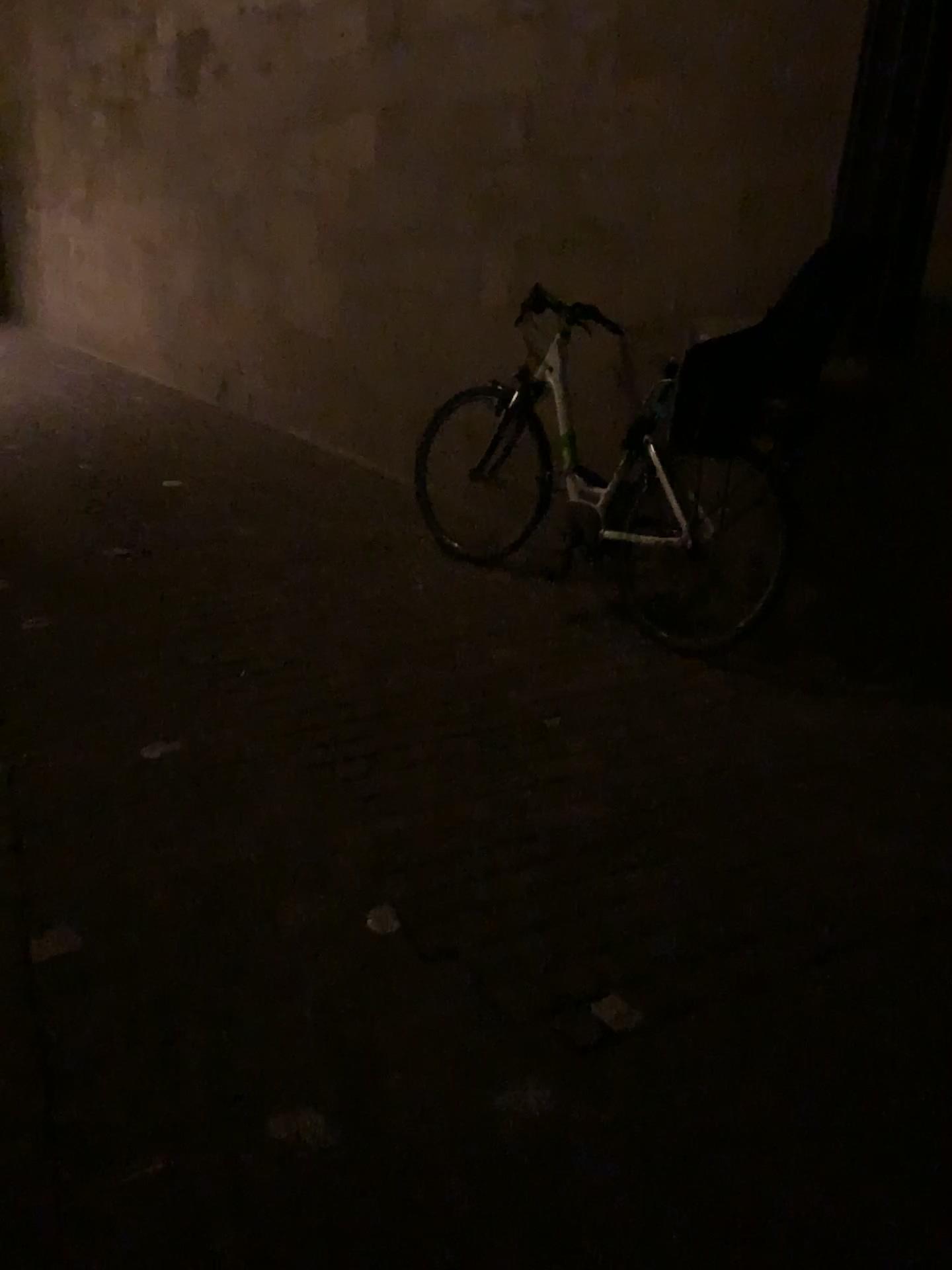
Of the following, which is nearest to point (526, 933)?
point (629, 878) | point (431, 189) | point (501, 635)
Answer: point (629, 878)

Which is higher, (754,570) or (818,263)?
(818,263)
